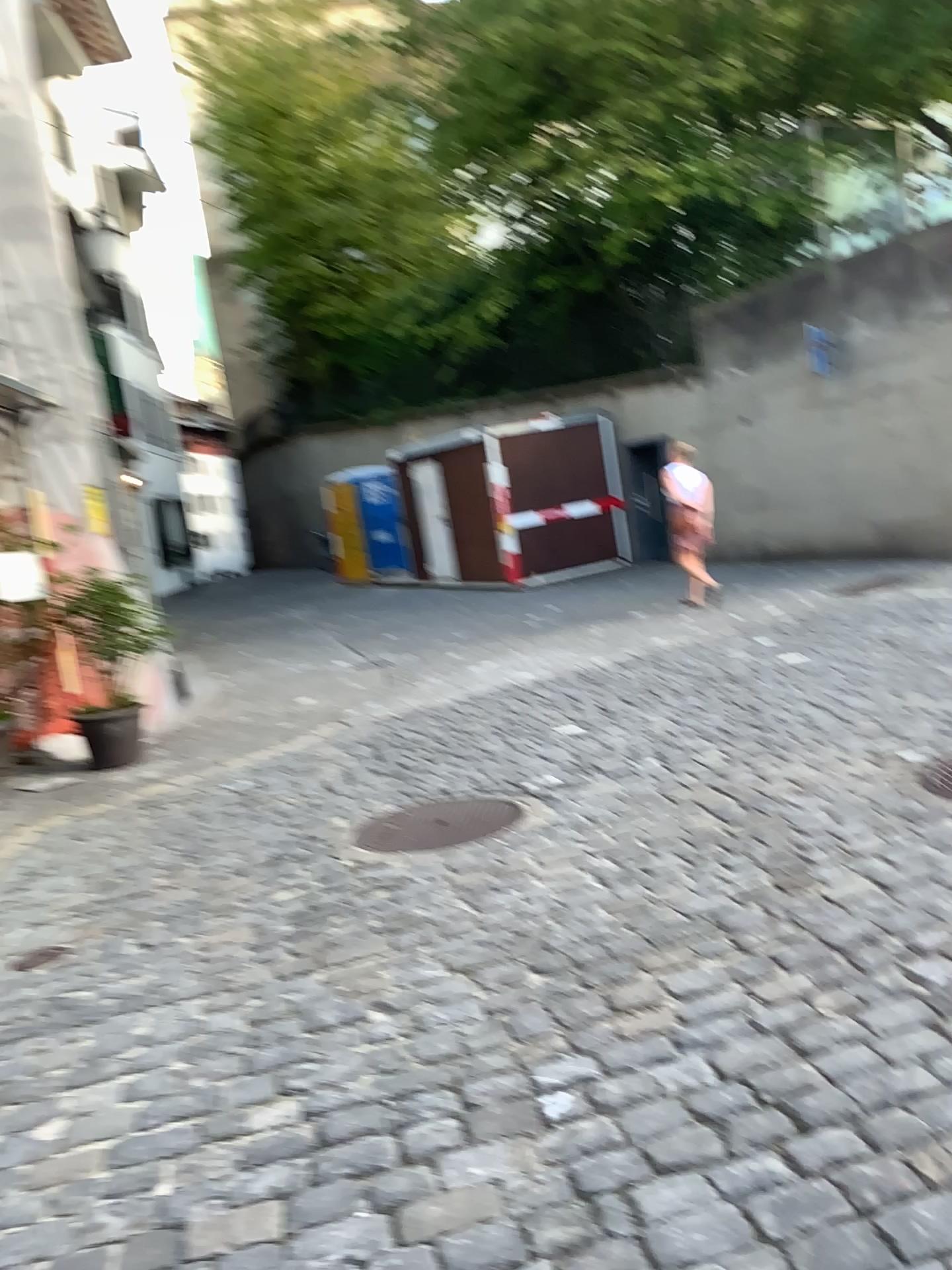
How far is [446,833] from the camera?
4.2 meters

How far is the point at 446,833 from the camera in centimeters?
418cm

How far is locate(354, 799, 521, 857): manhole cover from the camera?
4.2 meters

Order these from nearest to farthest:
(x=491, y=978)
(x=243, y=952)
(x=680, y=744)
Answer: (x=491, y=978) → (x=243, y=952) → (x=680, y=744)

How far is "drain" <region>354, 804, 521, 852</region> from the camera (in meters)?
4.18
